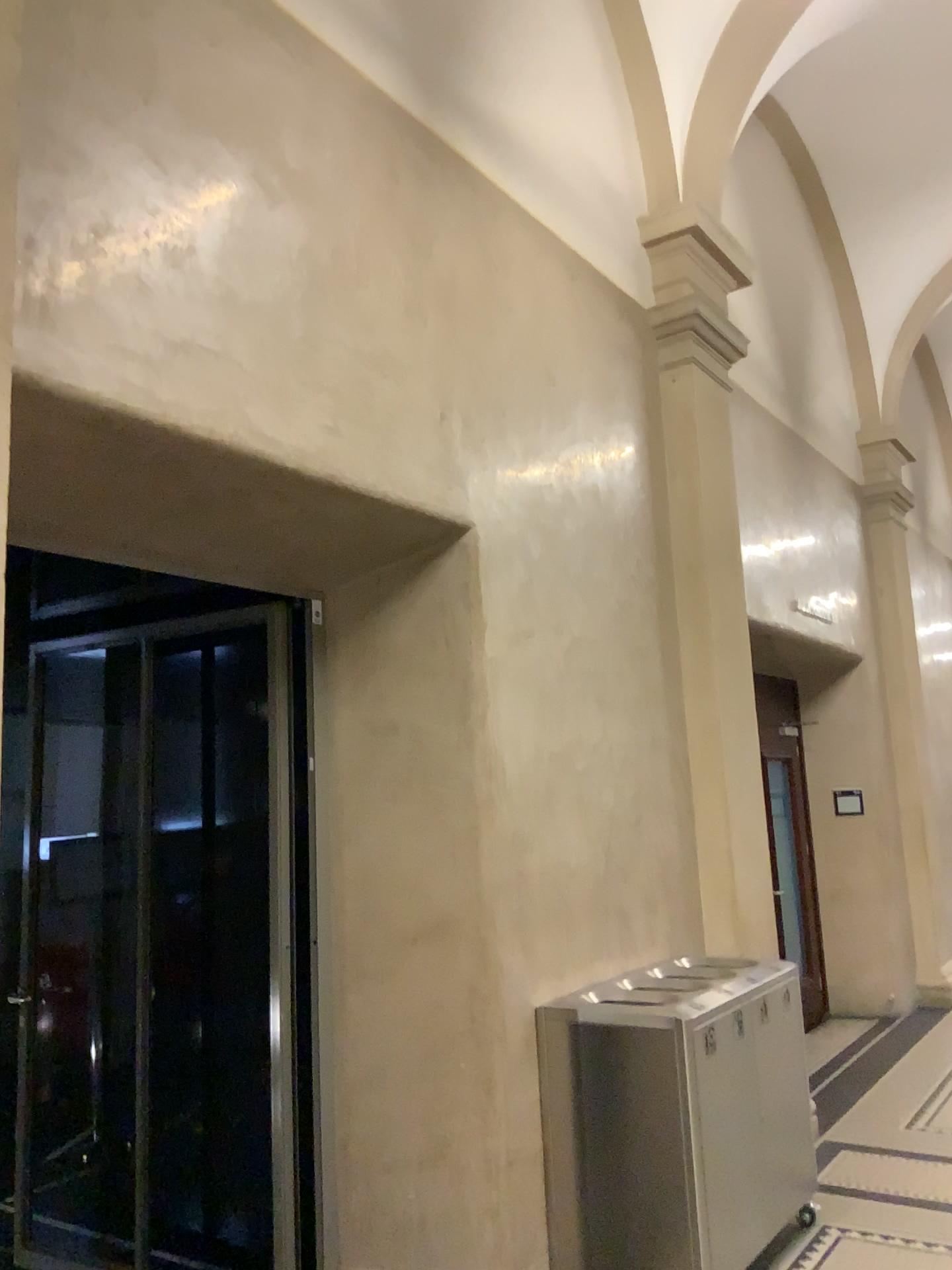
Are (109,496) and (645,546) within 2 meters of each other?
no
